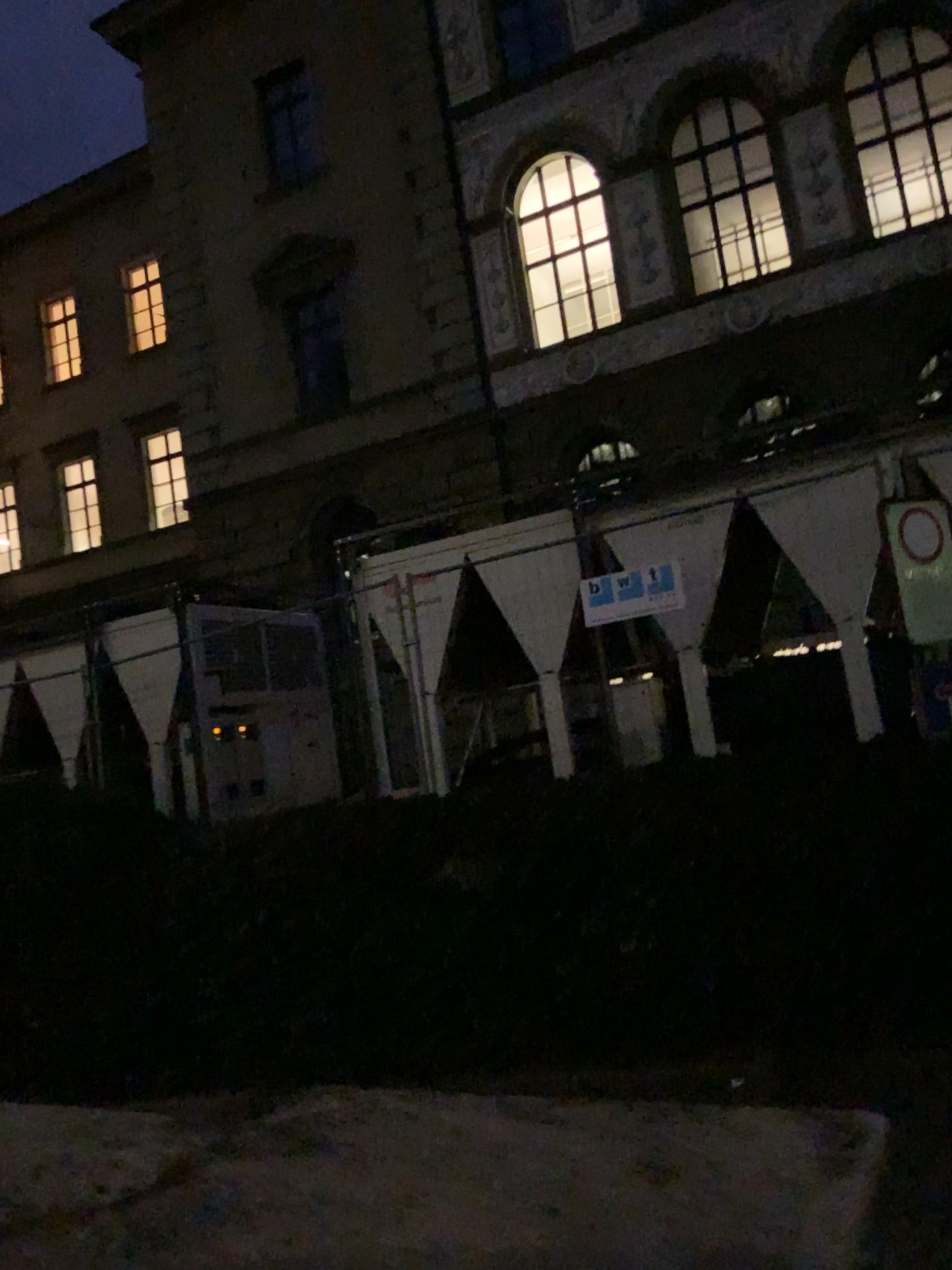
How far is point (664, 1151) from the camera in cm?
73
